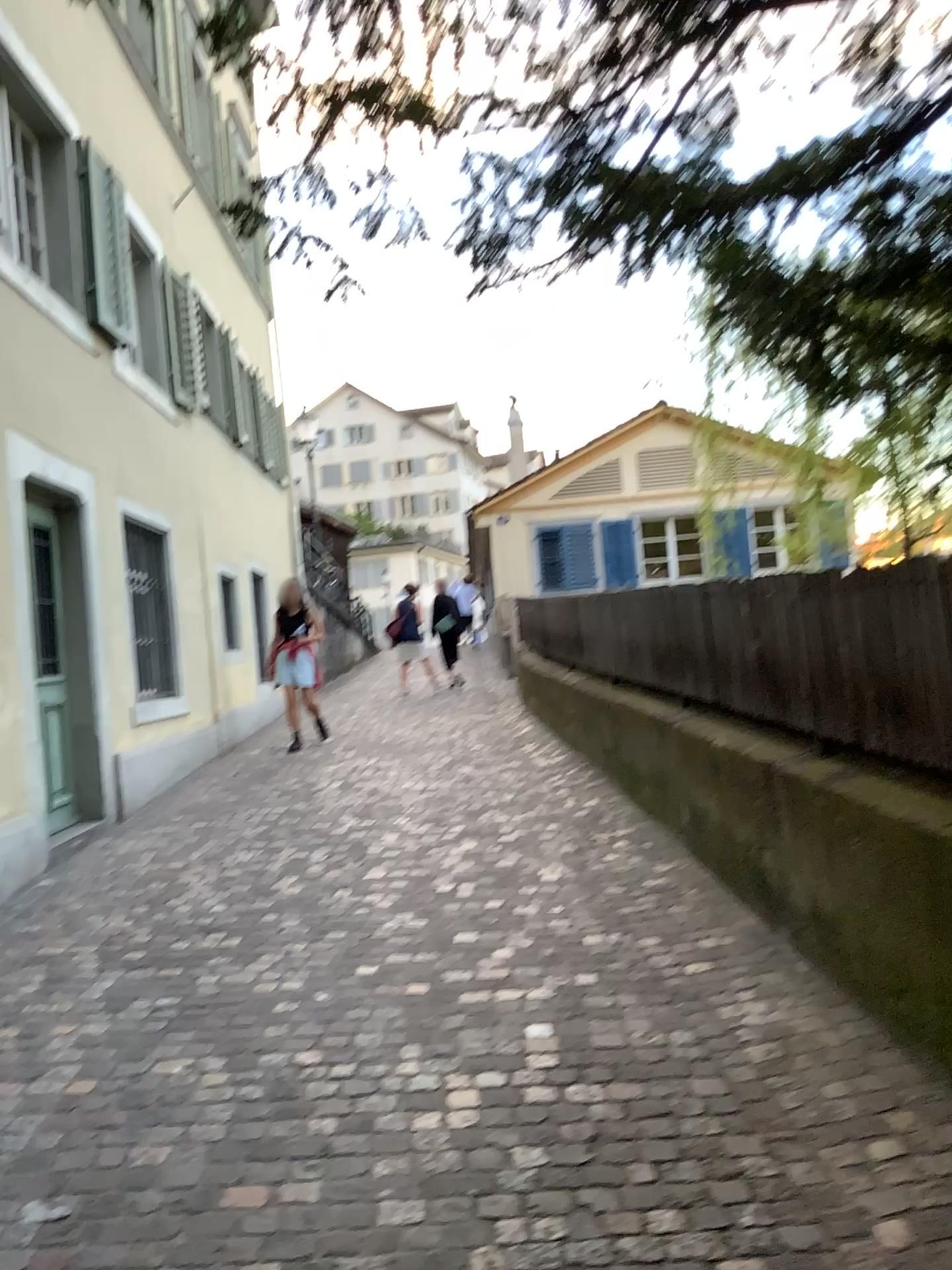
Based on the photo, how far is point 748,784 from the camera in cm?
434
